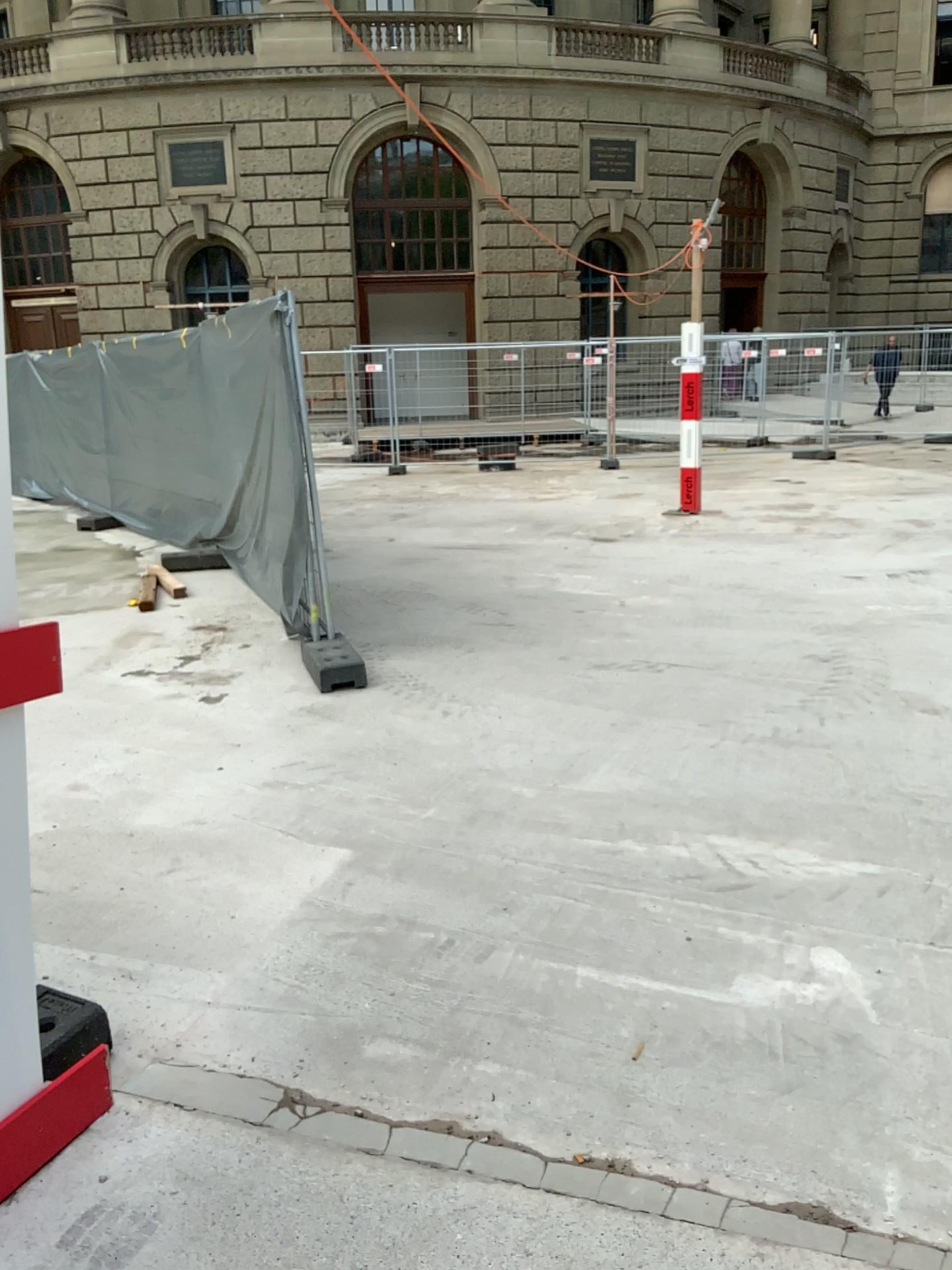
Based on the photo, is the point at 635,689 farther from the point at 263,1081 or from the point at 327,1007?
the point at 263,1081
